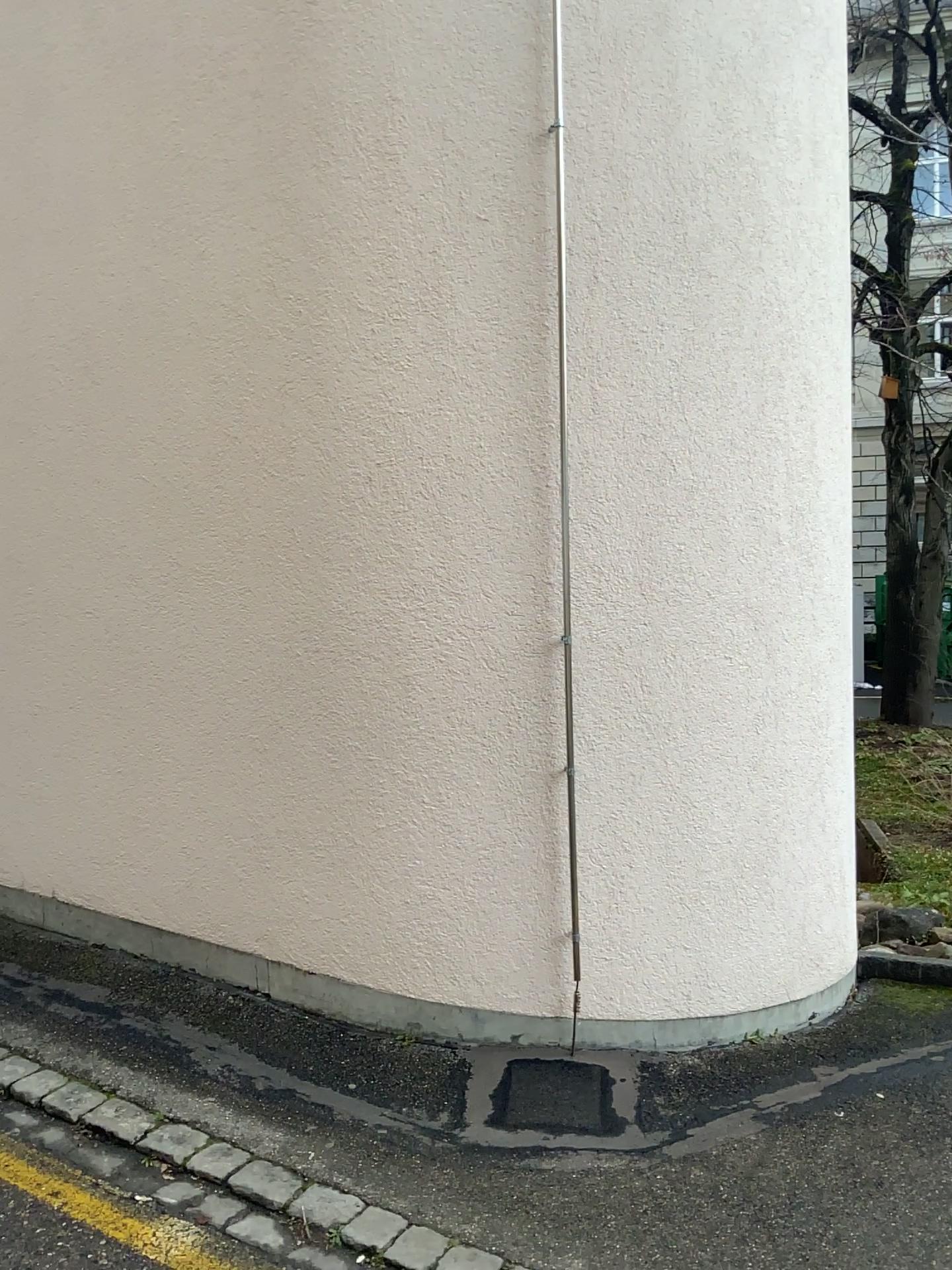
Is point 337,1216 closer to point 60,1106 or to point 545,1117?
point 545,1117

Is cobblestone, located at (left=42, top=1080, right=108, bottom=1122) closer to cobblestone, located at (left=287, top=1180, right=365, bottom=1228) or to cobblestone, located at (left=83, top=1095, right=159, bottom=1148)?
cobblestone, located at (left=83, top=1095, right=159, bottom=1148)

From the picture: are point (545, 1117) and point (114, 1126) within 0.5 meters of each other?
no

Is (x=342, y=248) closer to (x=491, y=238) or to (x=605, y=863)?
(x=491, y=238)

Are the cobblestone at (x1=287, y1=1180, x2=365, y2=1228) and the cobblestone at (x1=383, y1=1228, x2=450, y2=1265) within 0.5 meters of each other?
yes

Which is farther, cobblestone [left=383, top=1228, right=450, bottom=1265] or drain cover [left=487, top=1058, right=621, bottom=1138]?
drain cover [left=487, top=1058, right=621, bottom=1138]

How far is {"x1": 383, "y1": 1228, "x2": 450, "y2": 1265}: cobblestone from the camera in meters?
2.4

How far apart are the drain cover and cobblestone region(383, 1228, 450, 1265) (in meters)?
0.48

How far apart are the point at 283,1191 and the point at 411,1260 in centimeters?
43cm

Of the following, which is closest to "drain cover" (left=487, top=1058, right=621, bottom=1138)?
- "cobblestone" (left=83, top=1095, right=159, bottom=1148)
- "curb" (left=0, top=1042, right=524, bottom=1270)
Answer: "curb" (left=0, top=1042, right=524, bottom=1270)
